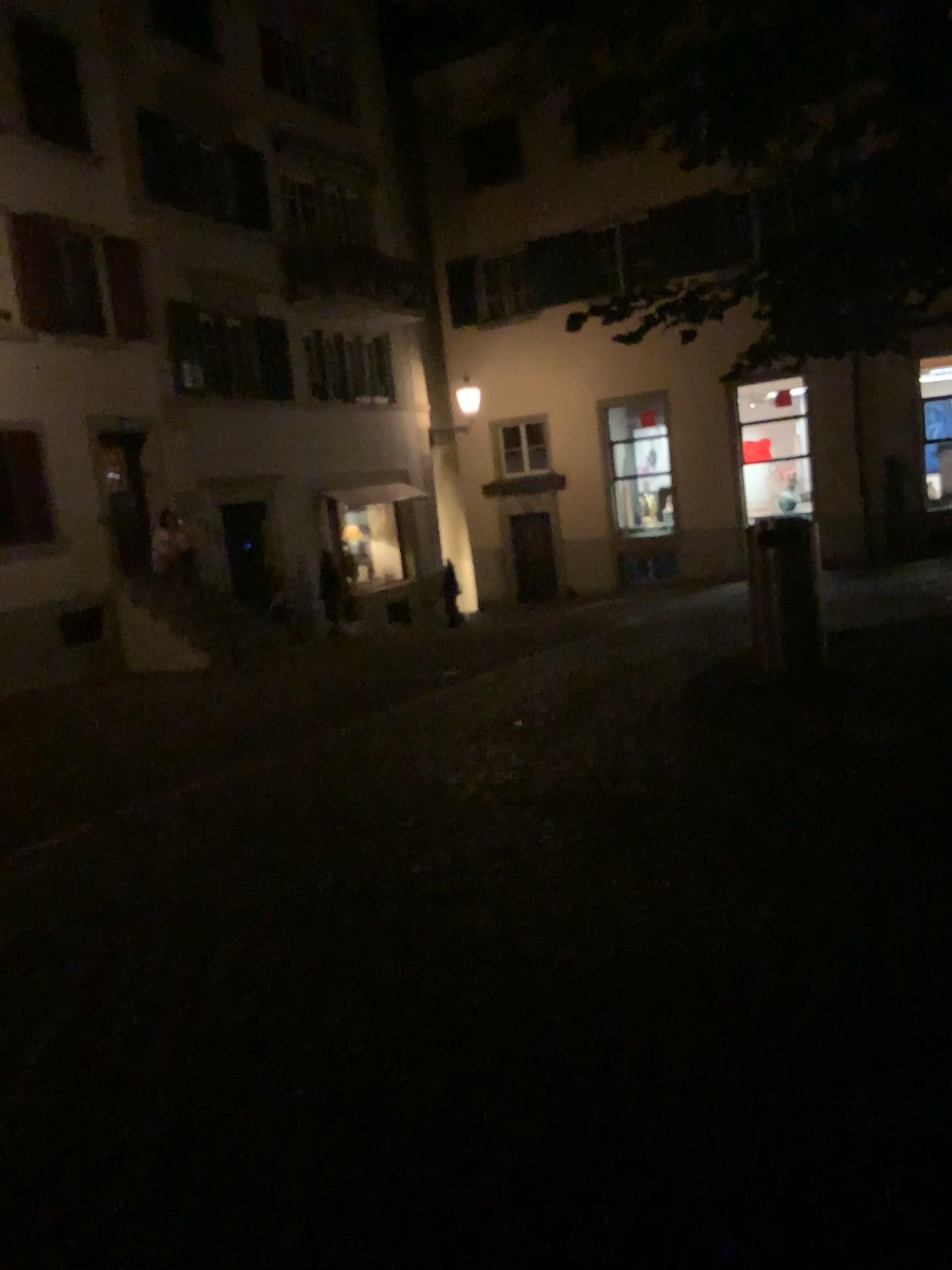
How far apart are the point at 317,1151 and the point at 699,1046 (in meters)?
1.03
